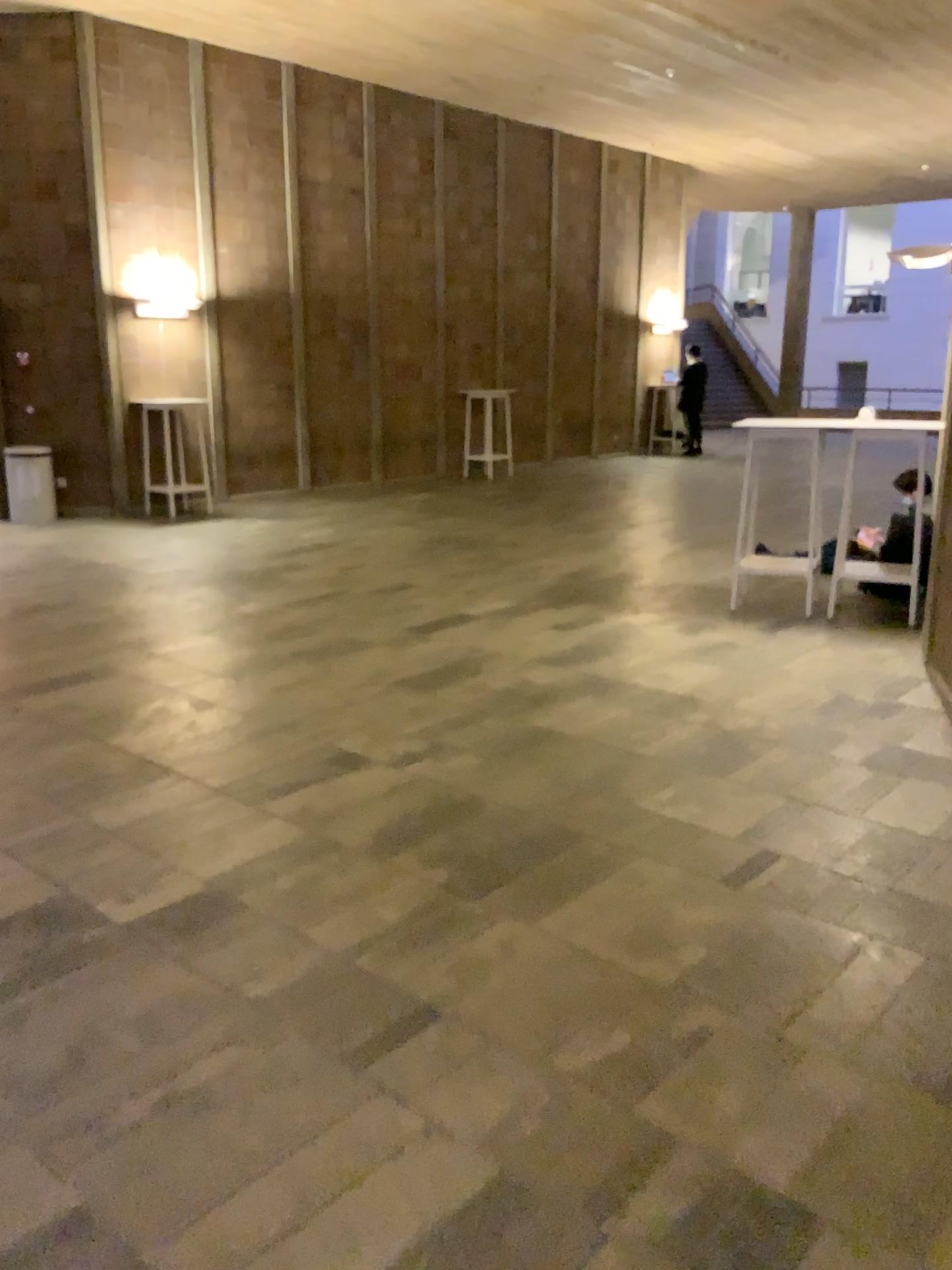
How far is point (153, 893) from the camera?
3.2 meters
